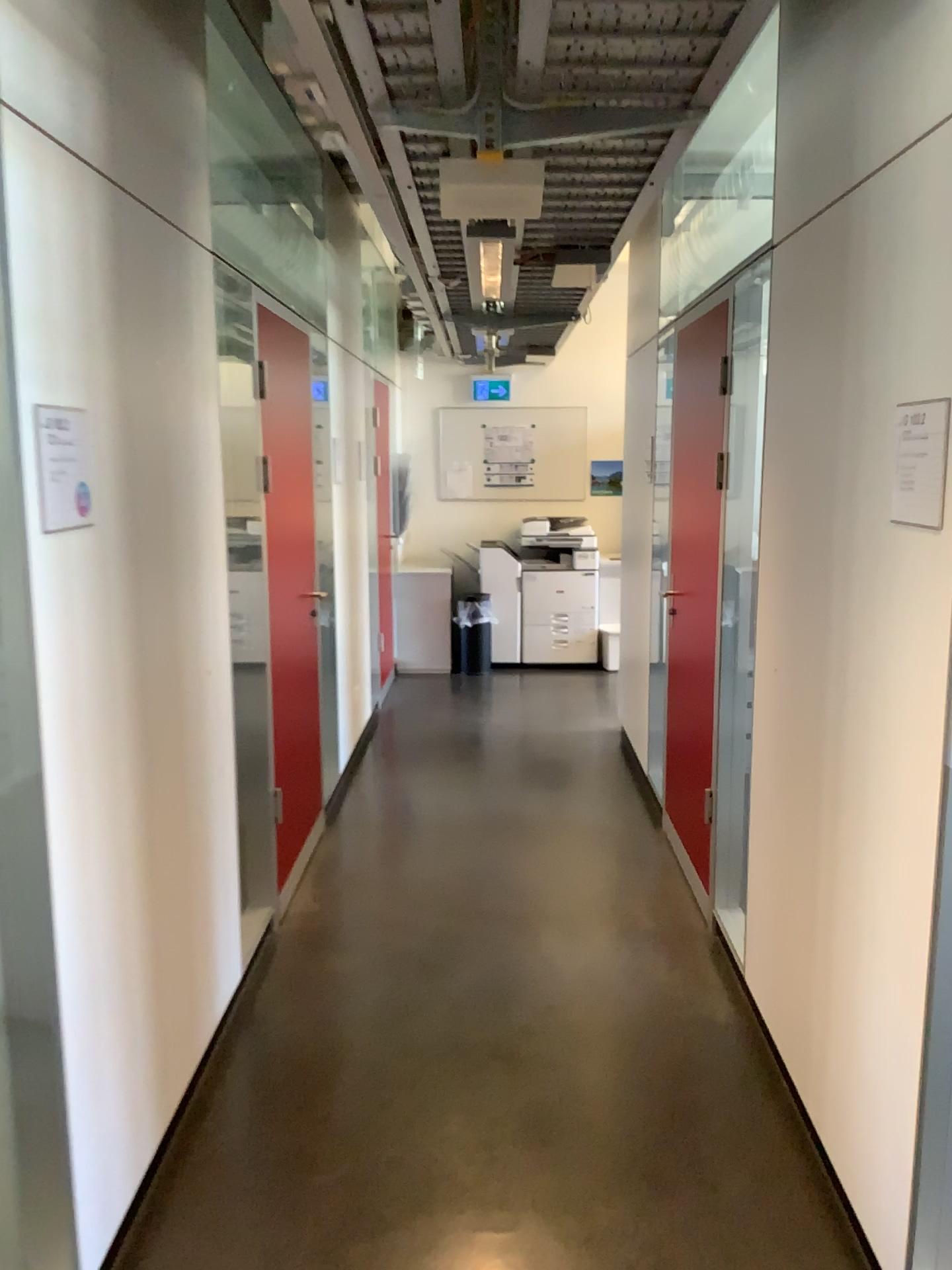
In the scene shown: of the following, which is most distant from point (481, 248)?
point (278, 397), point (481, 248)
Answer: point (278, 397)

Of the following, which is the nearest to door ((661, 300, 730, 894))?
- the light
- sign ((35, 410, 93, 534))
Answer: the light

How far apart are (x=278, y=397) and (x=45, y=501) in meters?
1.8 m

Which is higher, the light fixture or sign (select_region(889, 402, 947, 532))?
the light fixture

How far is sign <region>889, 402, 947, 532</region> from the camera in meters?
1.8 m

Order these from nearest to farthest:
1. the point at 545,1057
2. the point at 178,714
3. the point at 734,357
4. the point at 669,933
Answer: the point at 178,714
the point at 545,1057
the point at 734,357
the point at 669,933

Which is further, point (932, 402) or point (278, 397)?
point (278, 397)

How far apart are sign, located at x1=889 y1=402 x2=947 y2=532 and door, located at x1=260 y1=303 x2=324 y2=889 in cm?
208

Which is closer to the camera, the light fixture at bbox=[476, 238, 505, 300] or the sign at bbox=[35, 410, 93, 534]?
the sign at bbox=[35, 410, 93, 534]

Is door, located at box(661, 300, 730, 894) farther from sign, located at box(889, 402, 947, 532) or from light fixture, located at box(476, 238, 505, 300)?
sign, located at box(889, 402, 947, 532)
